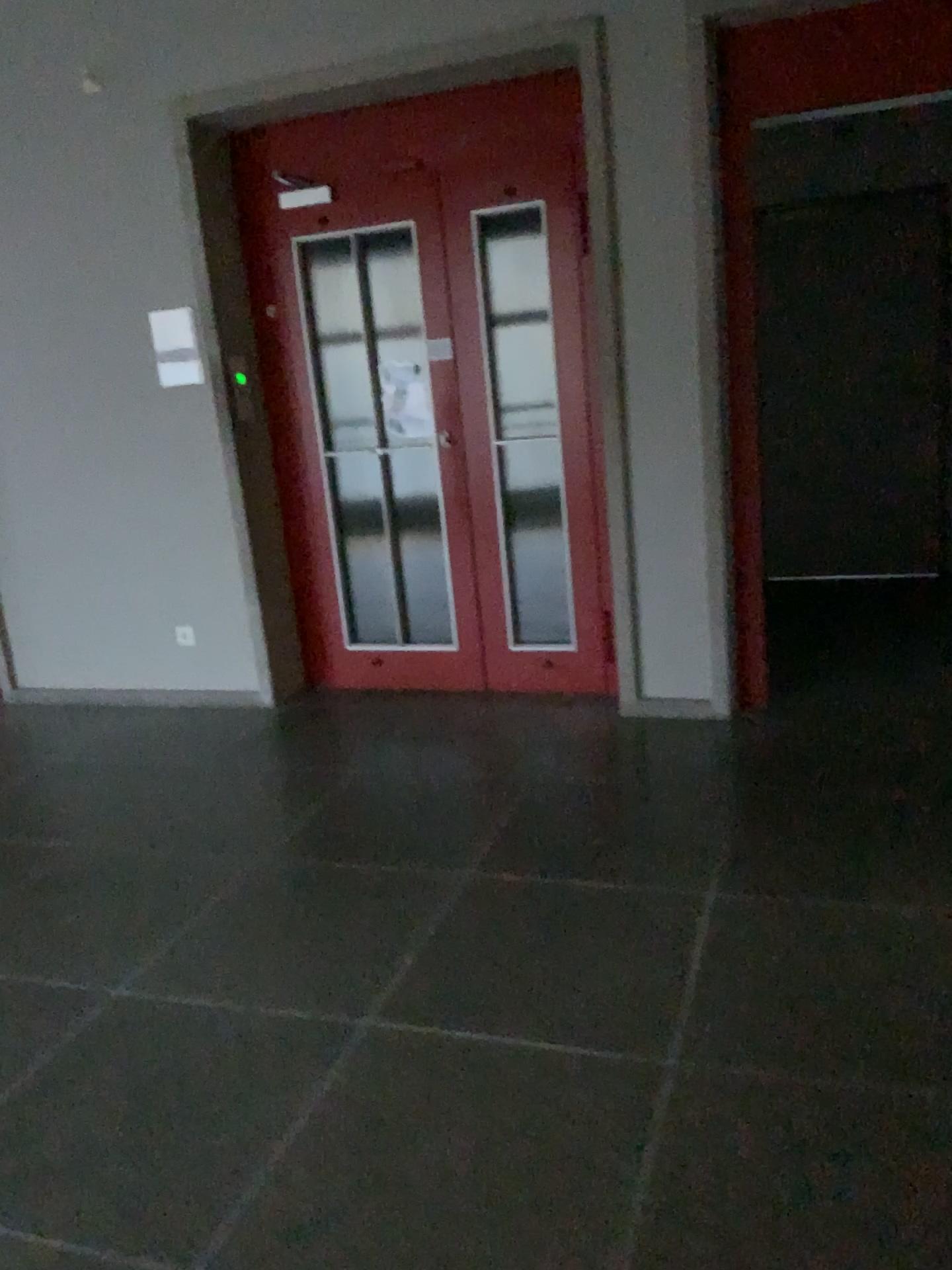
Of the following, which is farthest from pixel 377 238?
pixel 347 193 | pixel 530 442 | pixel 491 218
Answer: pixel 530 442

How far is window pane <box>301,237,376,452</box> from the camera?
4.4 meters

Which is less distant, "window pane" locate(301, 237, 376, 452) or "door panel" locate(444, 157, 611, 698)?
"door panel" locate(444, 157, 611, 698)

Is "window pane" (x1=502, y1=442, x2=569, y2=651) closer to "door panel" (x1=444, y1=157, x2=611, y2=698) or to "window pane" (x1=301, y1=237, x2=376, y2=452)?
"door panel" (x1=444, y1=157, x2=611, y2=698)

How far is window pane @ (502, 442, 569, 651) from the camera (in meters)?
4.28

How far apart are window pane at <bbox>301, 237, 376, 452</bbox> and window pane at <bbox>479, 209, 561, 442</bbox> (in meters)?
0.56

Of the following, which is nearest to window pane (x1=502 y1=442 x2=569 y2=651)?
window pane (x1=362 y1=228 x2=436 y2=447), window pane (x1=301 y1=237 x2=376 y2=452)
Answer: window pane (x1=362 y1=228 x2=436 y2=447)

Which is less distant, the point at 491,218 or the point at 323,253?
the point at 491,218

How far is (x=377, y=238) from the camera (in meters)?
4.25

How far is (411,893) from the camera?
2.91m
